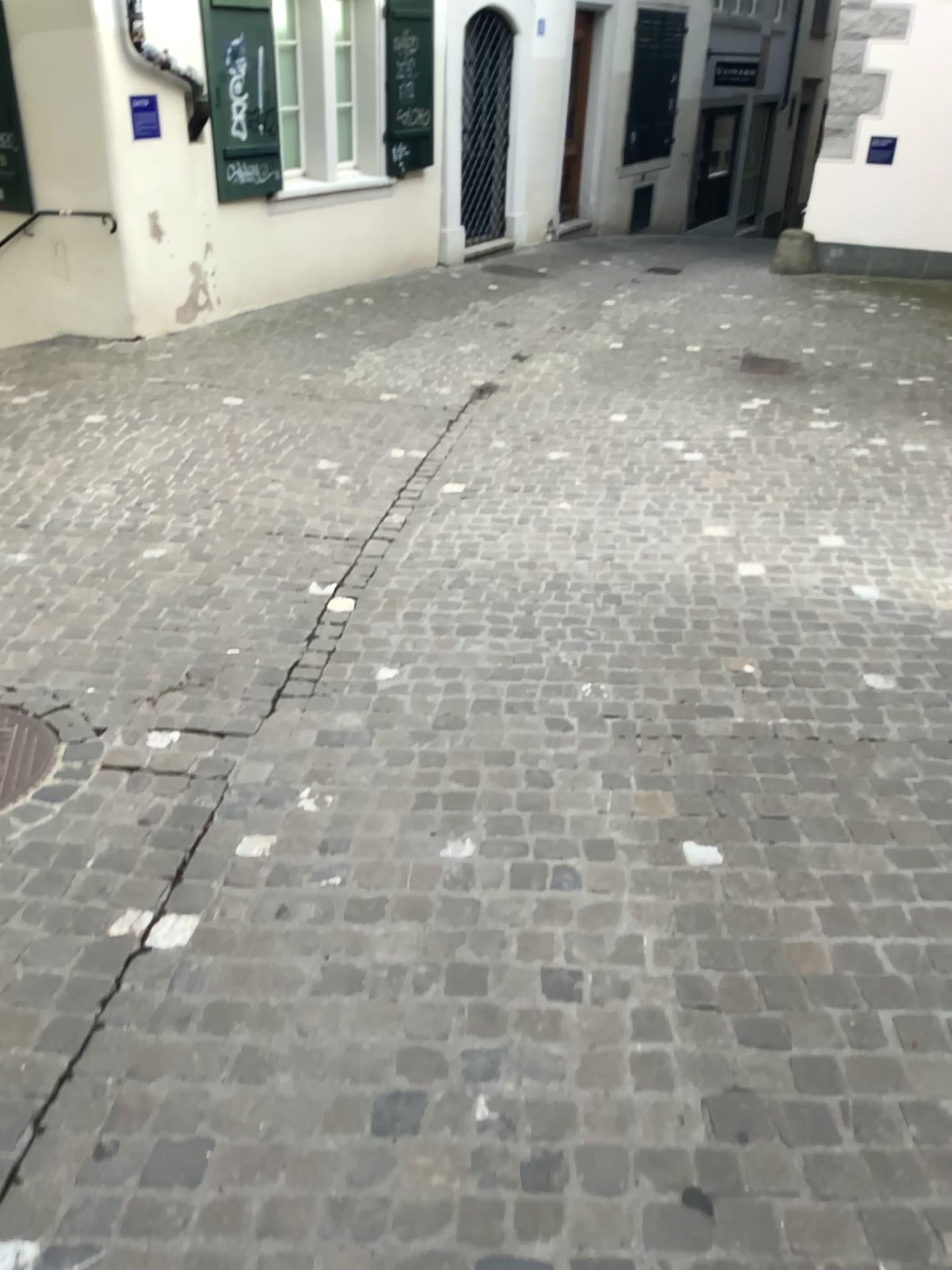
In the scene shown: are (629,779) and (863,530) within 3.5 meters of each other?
yes

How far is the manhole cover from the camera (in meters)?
2.70

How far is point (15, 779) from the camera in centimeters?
270cm
